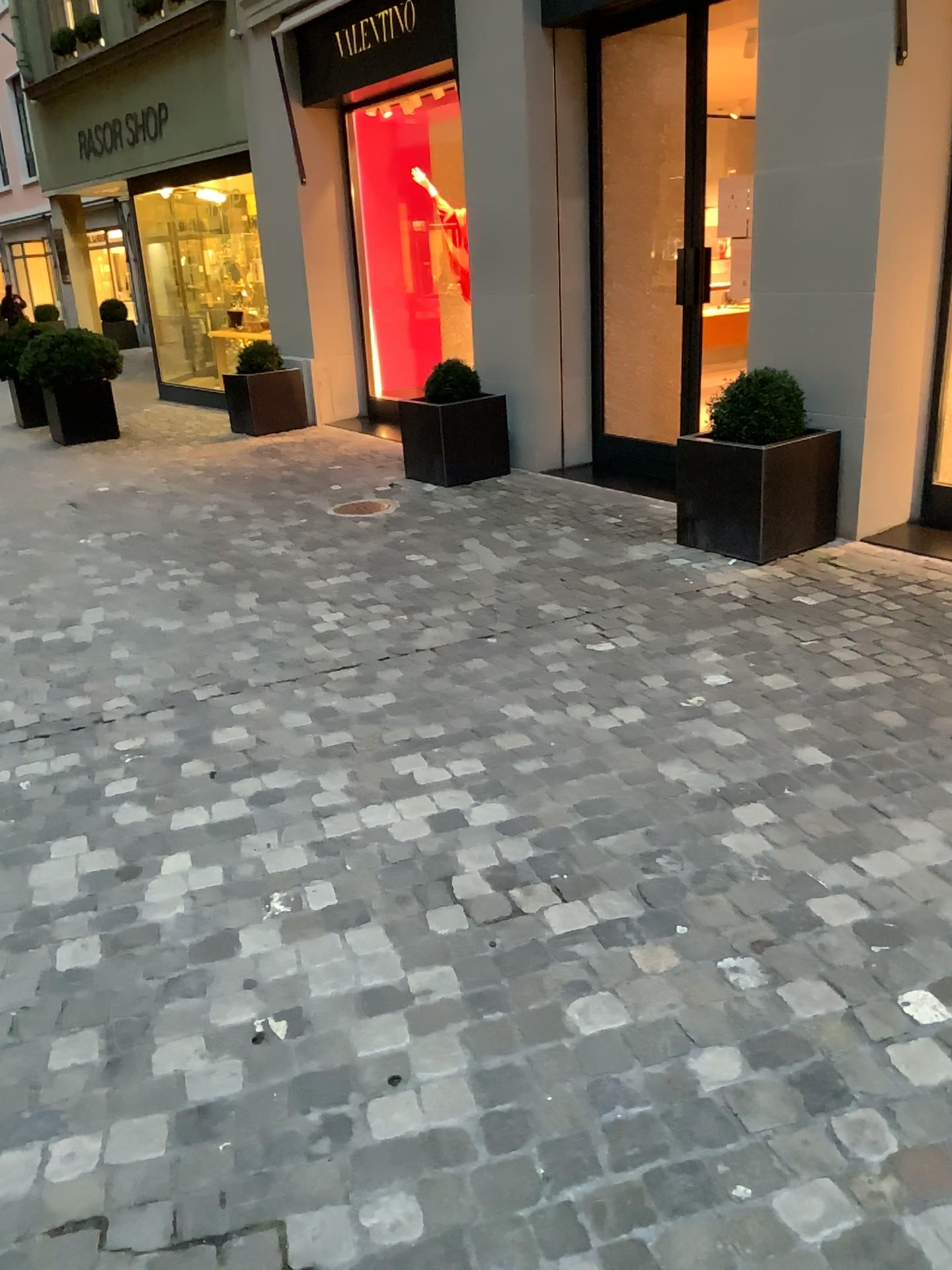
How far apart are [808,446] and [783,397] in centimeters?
26cm

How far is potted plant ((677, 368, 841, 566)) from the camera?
4.5 meters

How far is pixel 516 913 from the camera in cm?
223

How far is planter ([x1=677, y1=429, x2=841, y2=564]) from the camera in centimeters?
453cm

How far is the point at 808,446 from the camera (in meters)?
4.53

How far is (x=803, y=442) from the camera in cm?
453

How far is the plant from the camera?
4.6m
